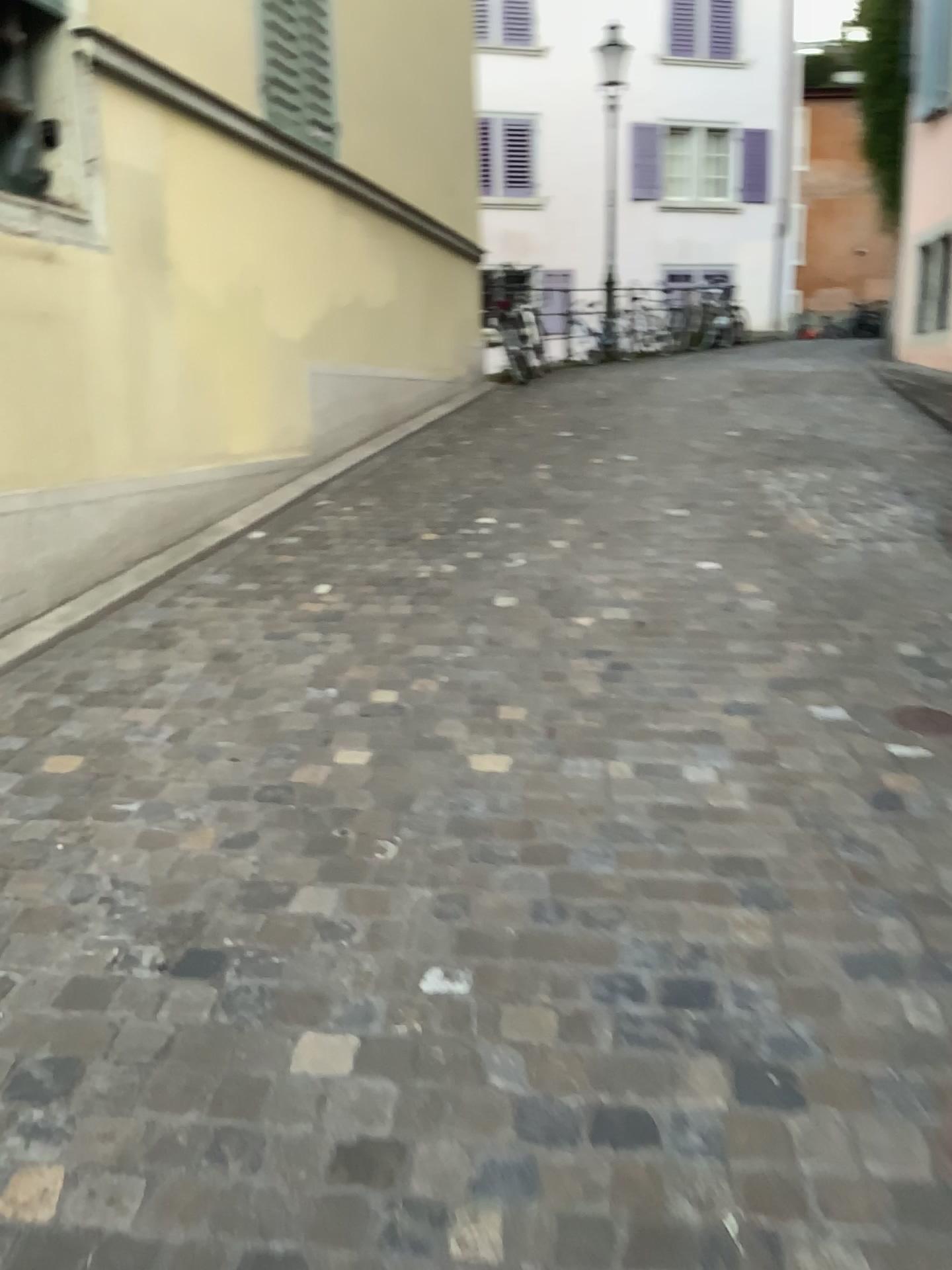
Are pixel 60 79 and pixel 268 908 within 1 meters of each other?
no
